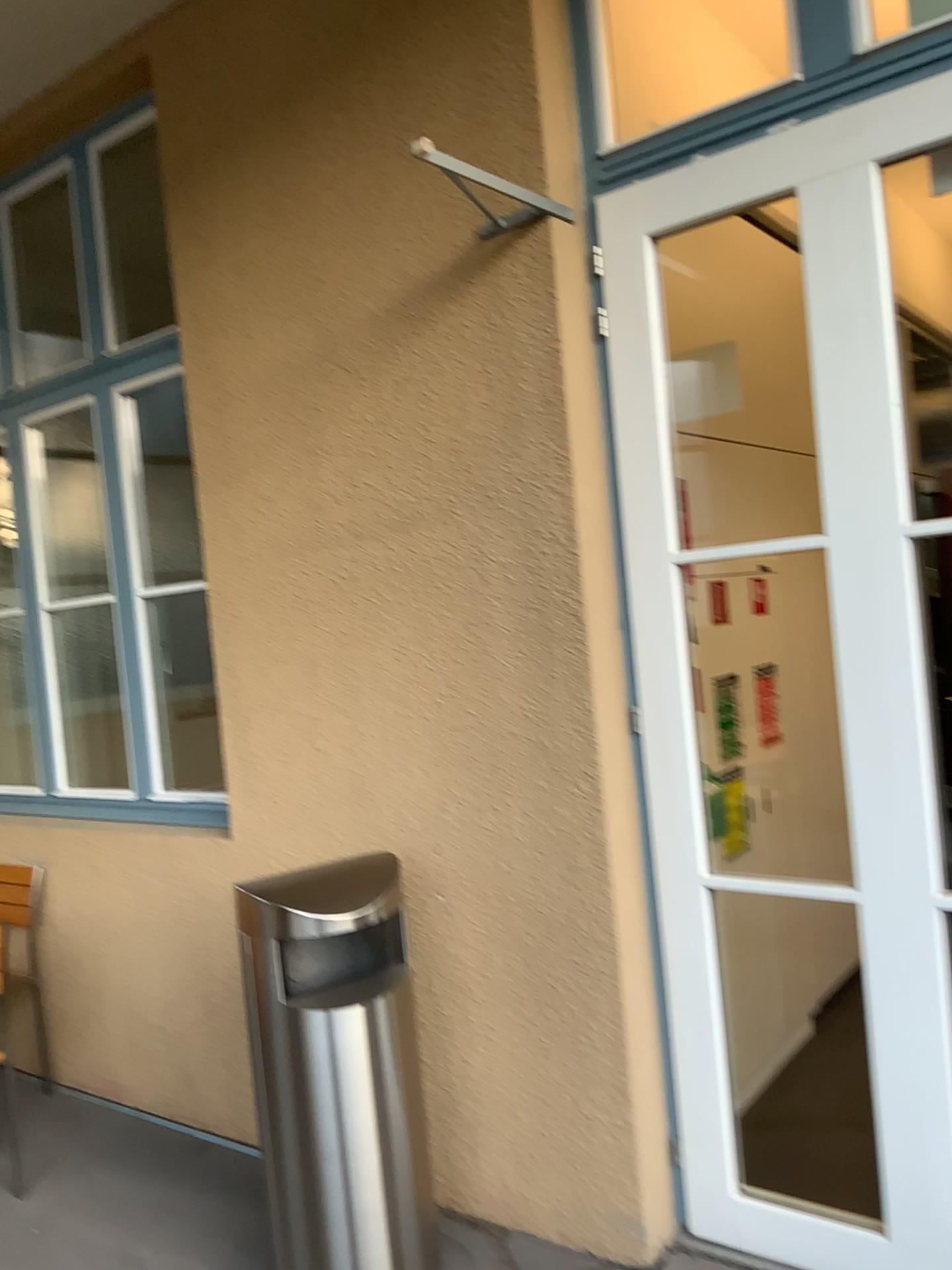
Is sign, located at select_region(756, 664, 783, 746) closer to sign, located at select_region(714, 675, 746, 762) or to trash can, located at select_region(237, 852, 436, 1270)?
sign, located at select_region(714, 675, 746, 762)

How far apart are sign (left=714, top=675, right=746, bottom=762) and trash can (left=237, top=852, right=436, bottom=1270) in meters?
1.3 m

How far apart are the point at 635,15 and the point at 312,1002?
3.1m

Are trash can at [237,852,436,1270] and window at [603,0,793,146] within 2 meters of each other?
no

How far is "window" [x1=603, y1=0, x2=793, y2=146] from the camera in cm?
335

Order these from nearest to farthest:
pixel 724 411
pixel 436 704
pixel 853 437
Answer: pixel 853 437 < pixel 436 704 < pixel 724 411

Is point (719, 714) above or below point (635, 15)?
below

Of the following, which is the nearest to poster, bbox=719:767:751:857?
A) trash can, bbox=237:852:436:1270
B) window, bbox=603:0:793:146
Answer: trash can, bbox=237:852:436:1270

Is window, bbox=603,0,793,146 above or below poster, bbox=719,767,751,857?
above

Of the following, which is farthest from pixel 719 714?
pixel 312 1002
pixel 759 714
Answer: pixel 312 1002
